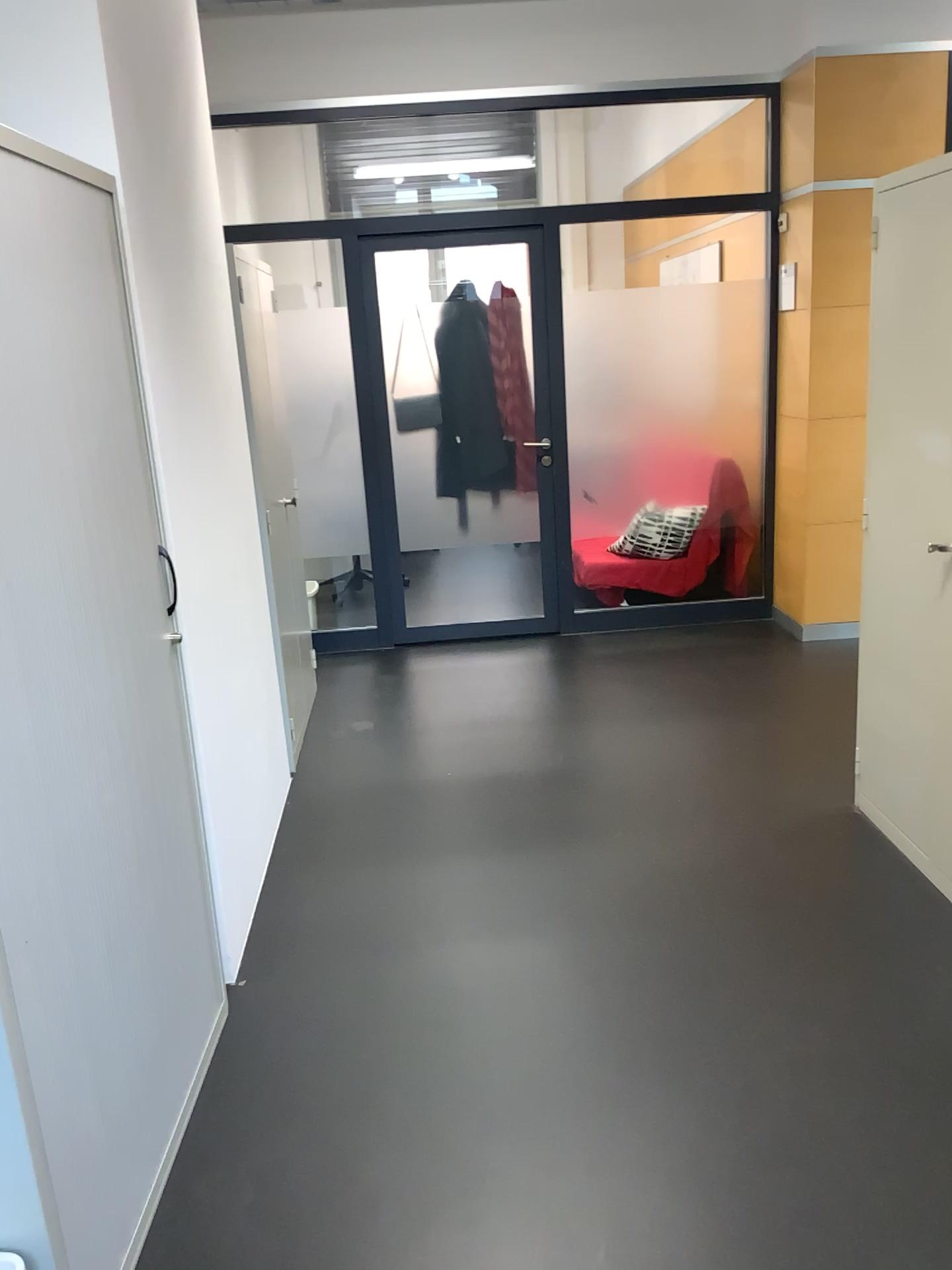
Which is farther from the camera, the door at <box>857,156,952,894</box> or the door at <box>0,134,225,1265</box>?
the door at <box>857,156,952,894</box>

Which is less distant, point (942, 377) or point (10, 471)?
point (10, 471)

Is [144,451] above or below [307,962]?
above
